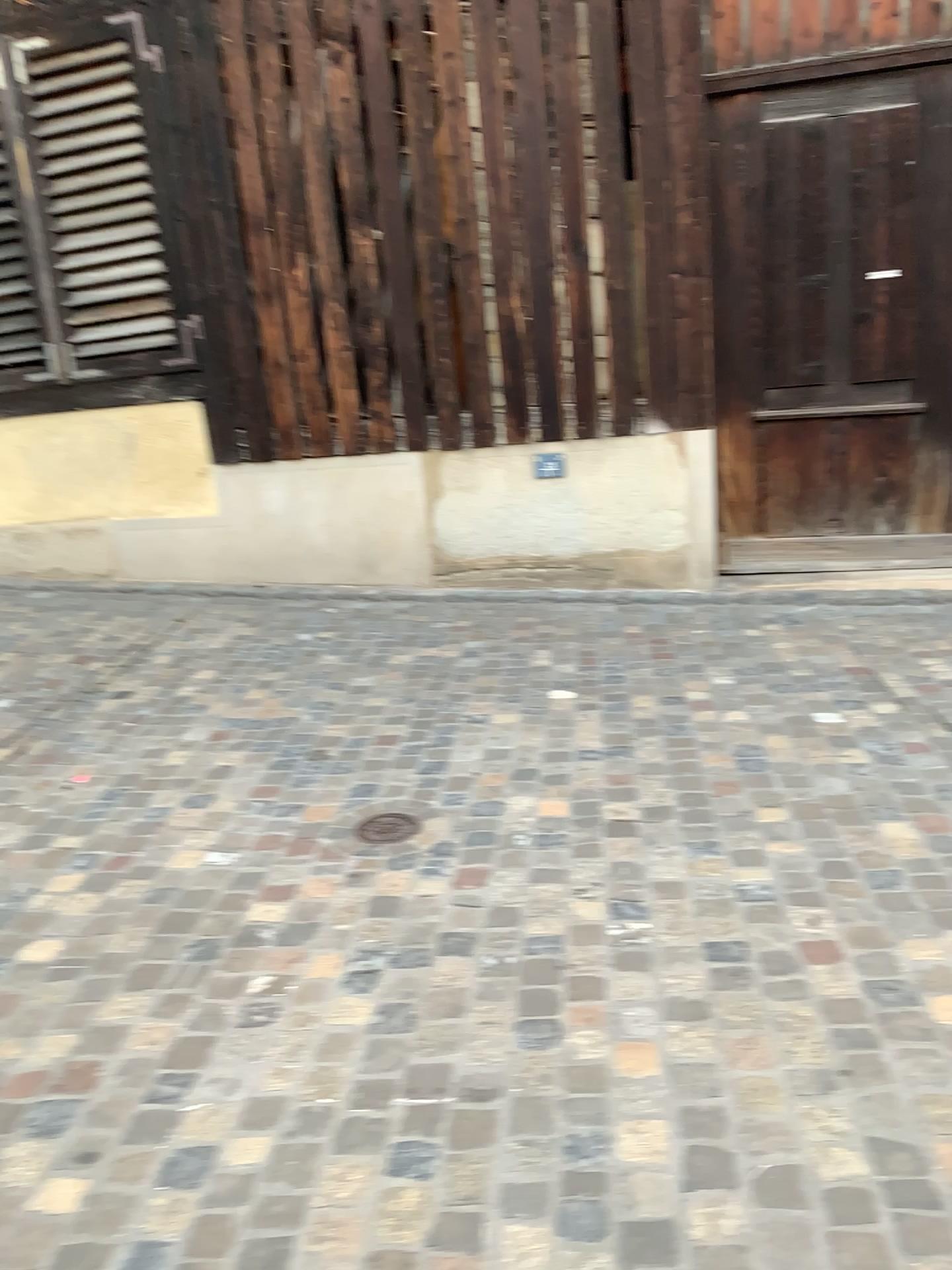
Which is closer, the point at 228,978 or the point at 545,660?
the point at 228,978
